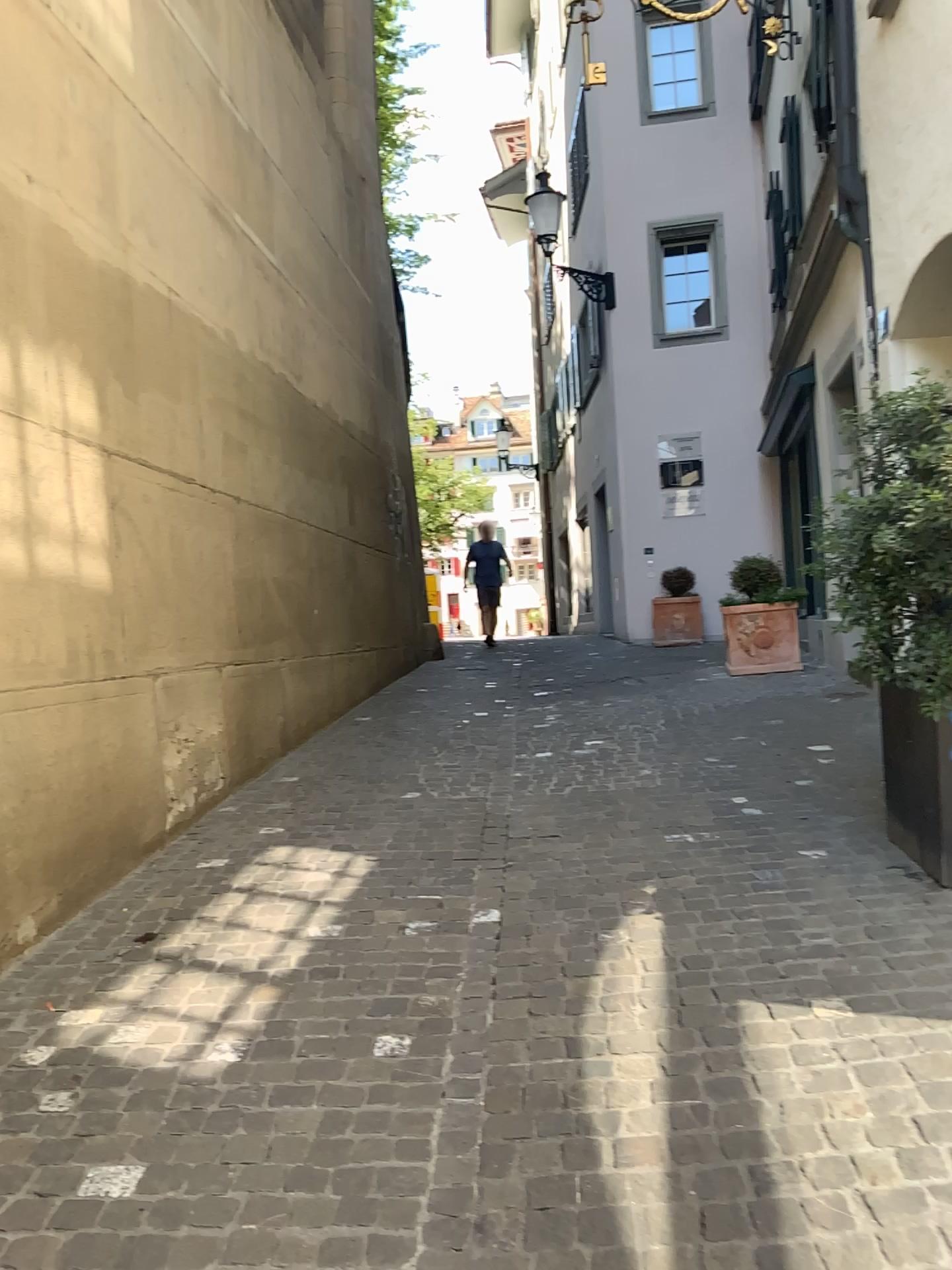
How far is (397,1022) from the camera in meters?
2.8 m

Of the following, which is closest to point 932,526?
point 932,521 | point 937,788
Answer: point 932,521

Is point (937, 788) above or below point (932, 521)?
below

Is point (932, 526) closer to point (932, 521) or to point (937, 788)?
point (932, 521)
